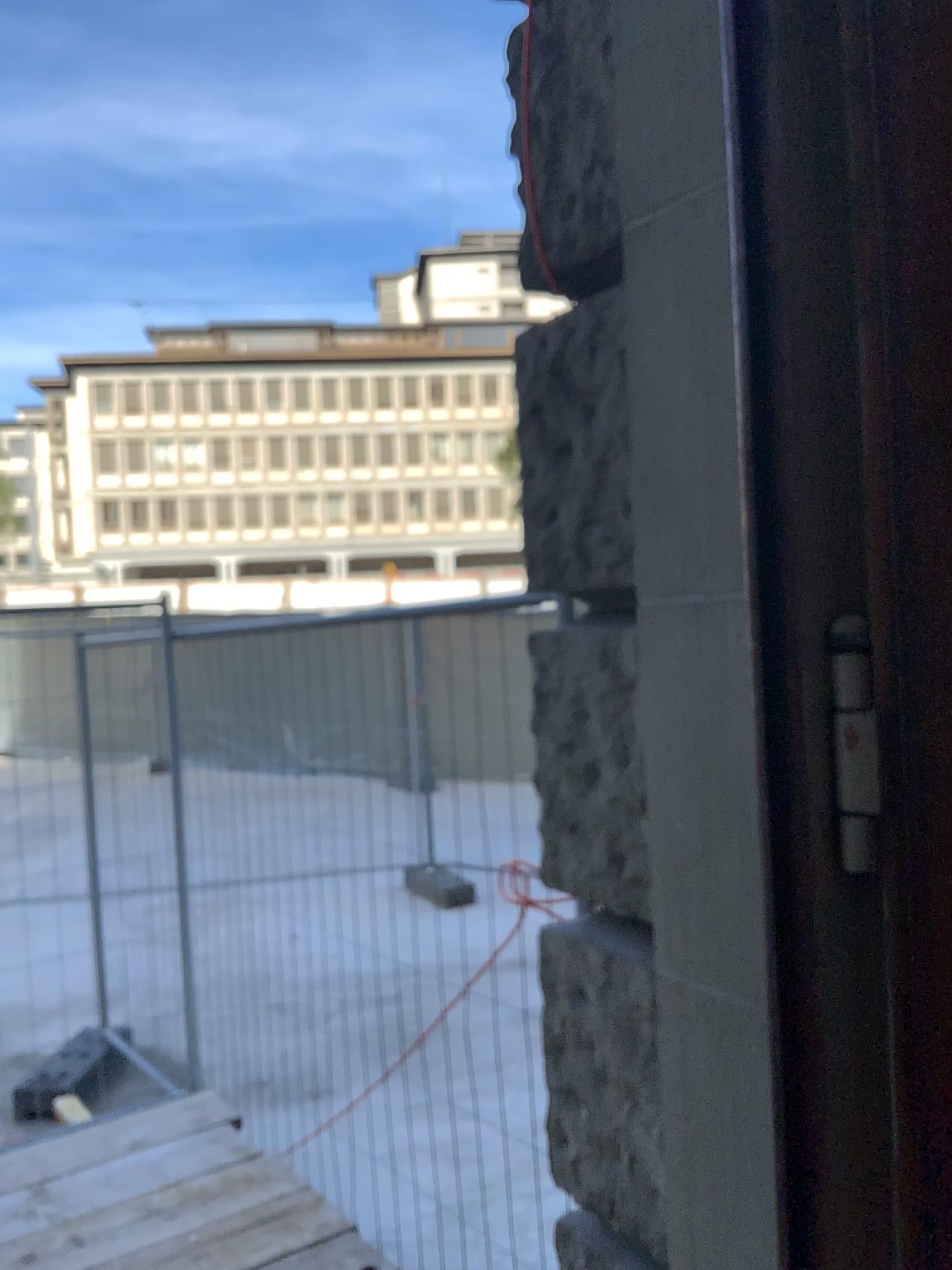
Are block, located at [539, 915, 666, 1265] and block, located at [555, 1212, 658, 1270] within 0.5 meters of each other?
yes

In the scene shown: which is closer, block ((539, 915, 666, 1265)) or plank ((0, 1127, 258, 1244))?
block ((539, 915, 666, 1265))

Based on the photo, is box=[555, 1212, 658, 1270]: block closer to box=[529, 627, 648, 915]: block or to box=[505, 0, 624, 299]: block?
box=[529, 627, 648, 915]: block

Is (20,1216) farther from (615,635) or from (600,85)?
(600,85)

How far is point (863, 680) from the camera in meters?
1.0

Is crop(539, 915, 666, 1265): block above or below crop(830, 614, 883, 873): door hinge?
below

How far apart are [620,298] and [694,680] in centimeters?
54cm

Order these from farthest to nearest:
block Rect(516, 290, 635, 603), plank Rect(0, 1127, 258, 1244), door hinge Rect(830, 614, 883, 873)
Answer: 1. plank Rect(0, 1127, 258, 1244)
2. block Rect(516, 290, 635, 603)
3. door hinge Rect(830, 614, 883, 873)

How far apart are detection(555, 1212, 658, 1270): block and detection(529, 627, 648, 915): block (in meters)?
0.53

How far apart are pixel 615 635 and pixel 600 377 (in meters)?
0.39
